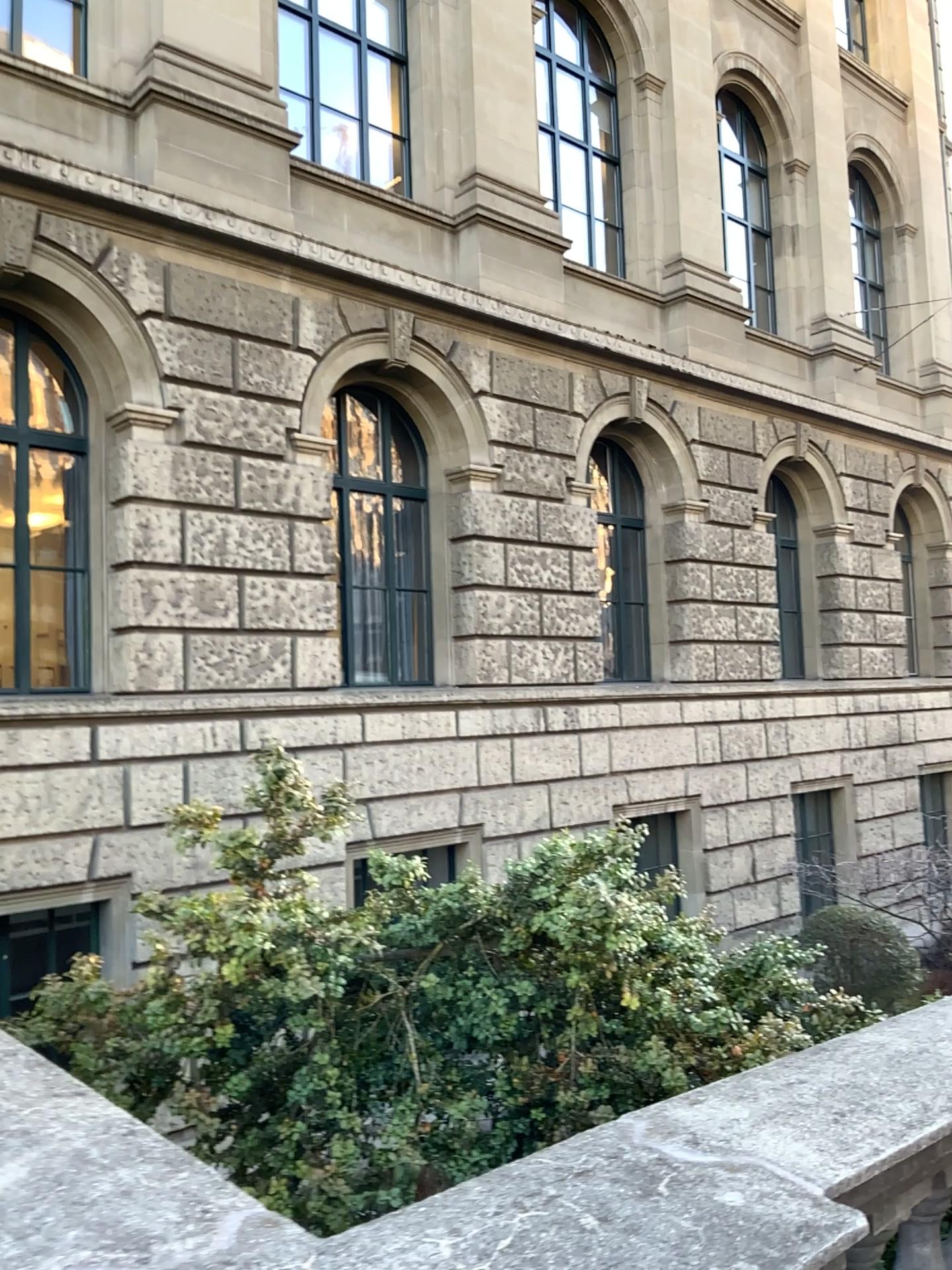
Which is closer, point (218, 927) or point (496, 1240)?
point (496, 1240)

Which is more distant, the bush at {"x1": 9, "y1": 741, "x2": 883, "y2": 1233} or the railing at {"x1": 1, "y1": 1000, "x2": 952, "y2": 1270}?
the bush at {"x1": 9, "y1": 741, "x2": 883, "y2": 1233}

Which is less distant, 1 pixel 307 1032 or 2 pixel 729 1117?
2 pixel 729 1117
